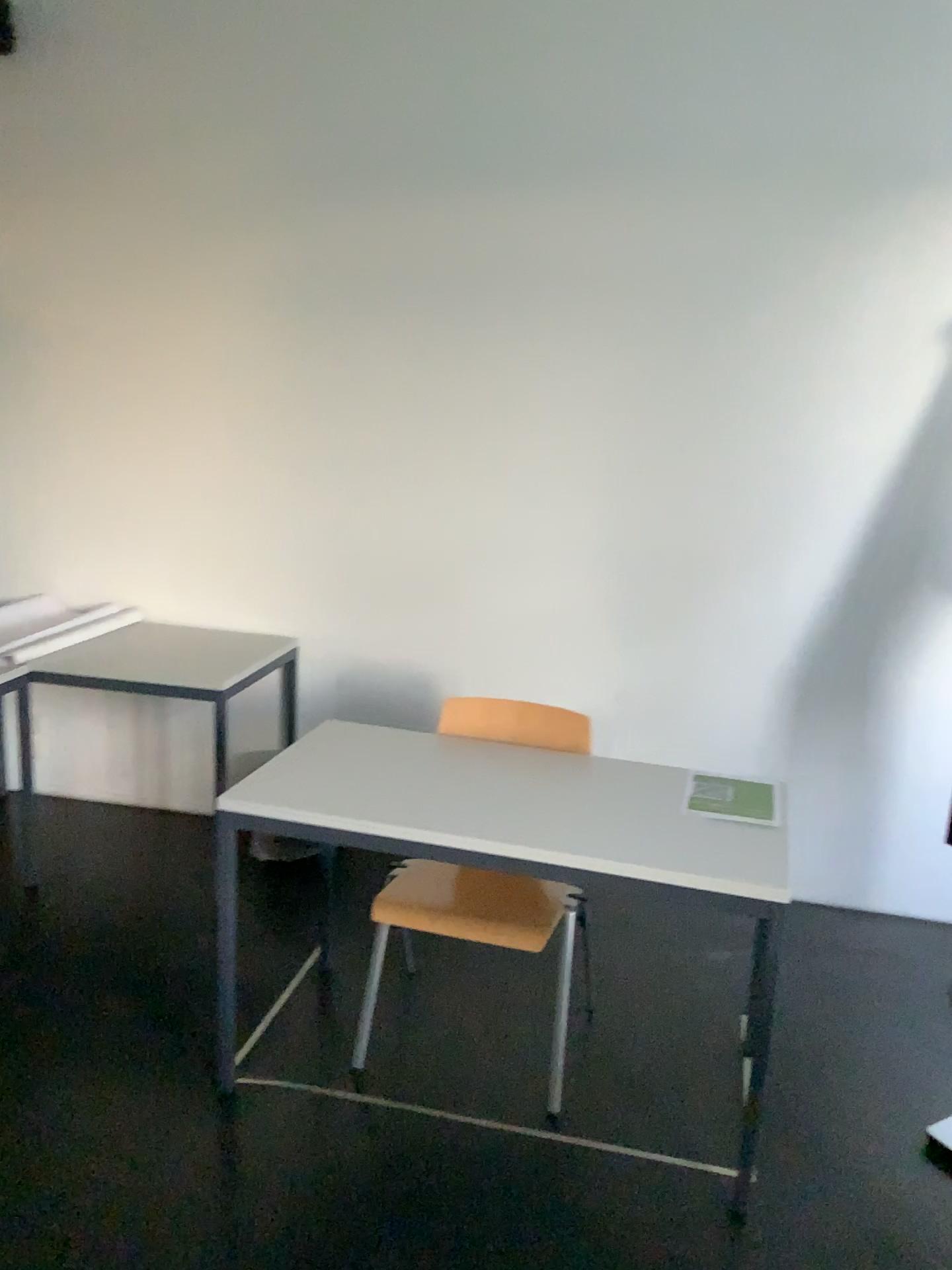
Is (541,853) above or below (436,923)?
above

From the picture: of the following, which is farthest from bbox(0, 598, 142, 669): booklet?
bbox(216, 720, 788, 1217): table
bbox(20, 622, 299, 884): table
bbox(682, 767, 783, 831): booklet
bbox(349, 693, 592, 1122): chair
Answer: bbox(682, 767, 783, 831): booklet

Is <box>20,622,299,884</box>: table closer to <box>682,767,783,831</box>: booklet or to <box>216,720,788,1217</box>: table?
<box>216,720,788,1217</box>: table

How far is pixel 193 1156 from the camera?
2.2 meters

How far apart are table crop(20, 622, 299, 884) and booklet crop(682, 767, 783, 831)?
1.5 meters

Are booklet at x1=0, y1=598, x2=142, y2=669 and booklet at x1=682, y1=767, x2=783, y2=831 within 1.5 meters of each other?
no

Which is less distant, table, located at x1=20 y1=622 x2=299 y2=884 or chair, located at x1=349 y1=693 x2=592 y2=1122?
chair, located at x1=349 y1=693 x2=592 y2=1122

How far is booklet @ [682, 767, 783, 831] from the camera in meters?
2.3

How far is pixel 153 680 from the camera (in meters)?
3.32

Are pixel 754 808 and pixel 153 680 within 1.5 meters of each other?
no
